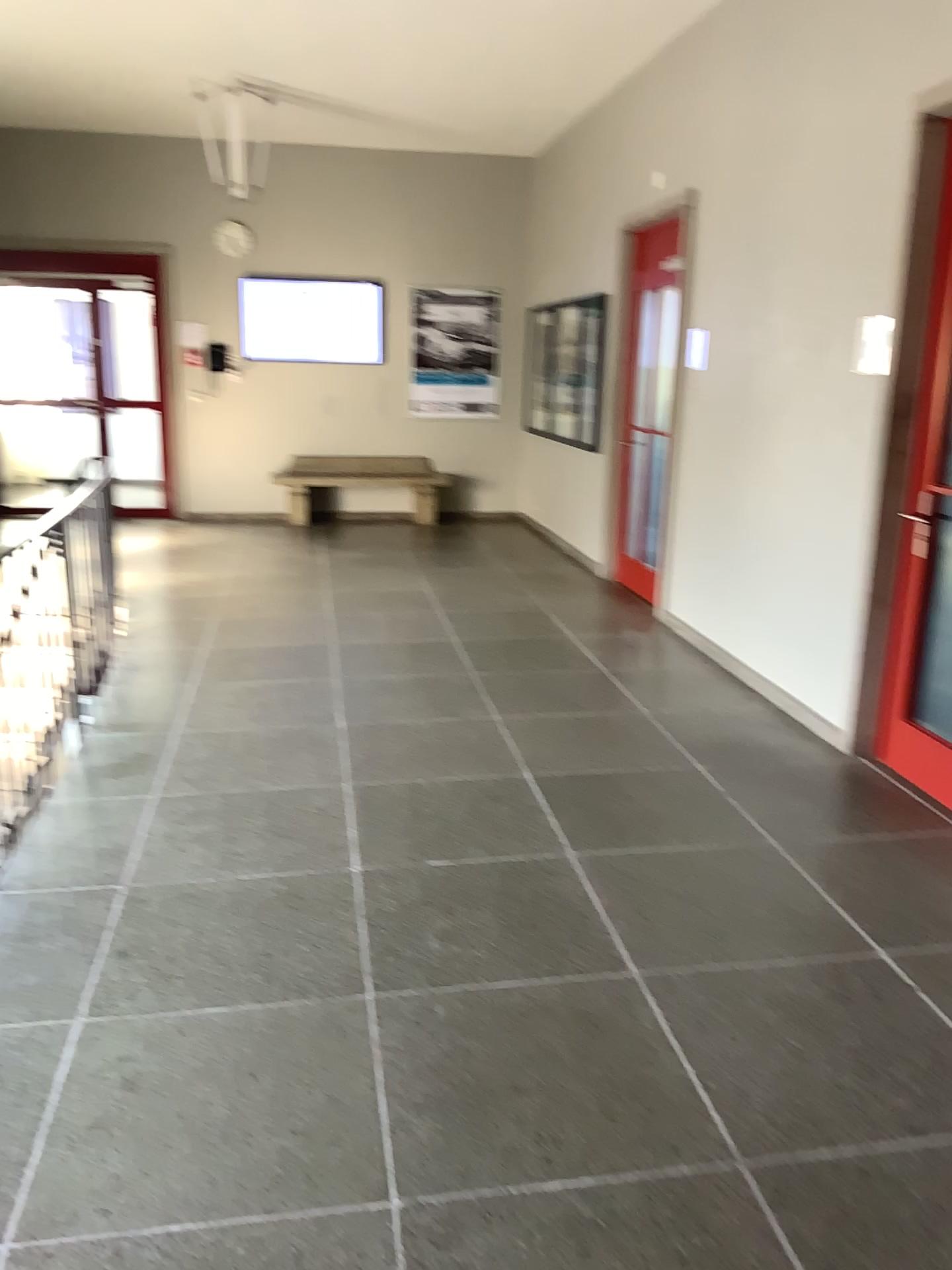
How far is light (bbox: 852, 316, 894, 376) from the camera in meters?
4.0 m

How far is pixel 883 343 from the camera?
4.0m

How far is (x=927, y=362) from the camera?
3.9 meters

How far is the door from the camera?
3.9m

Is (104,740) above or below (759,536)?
below
